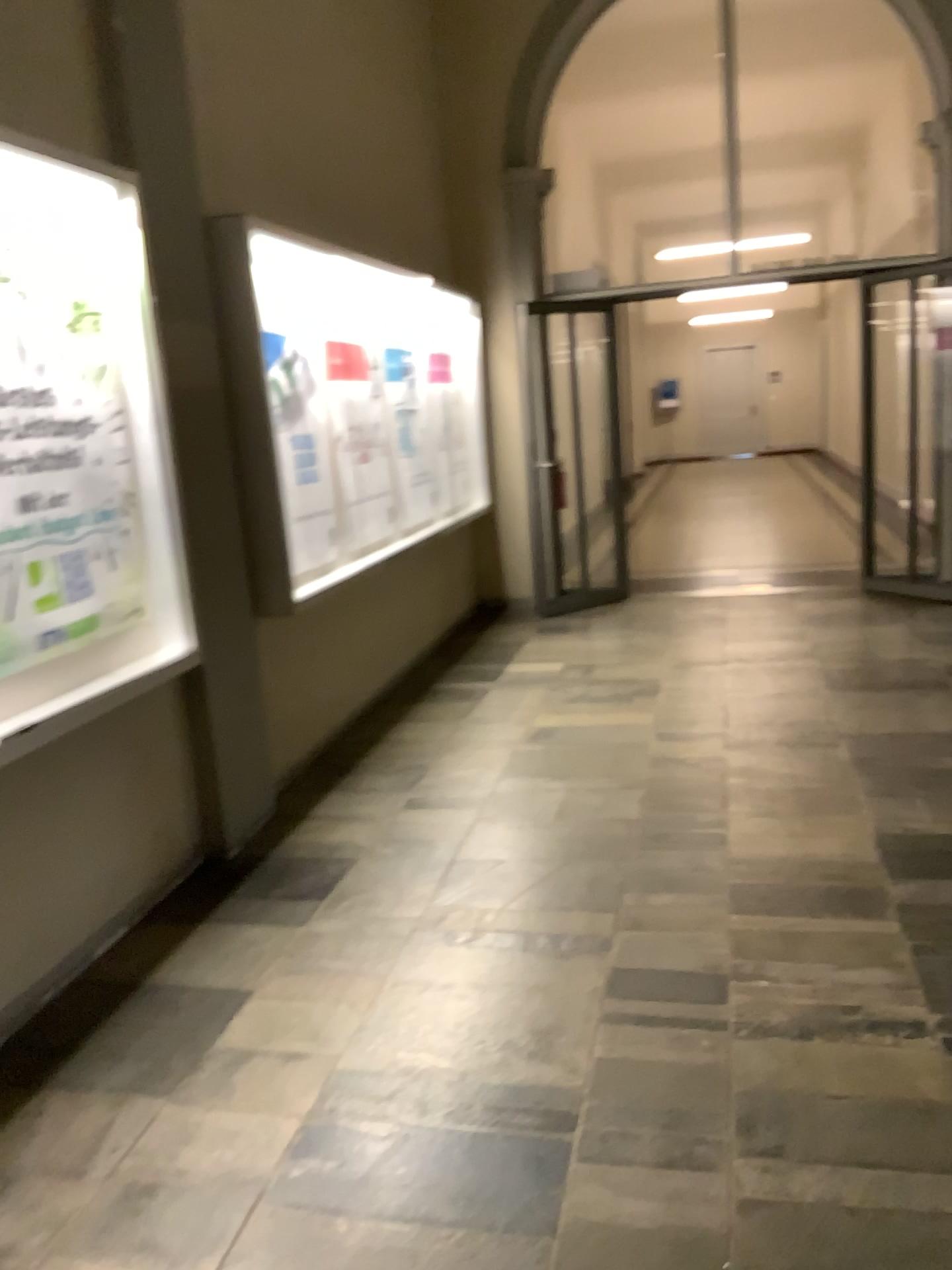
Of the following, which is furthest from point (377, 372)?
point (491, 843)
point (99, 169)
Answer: point (491, 843)
